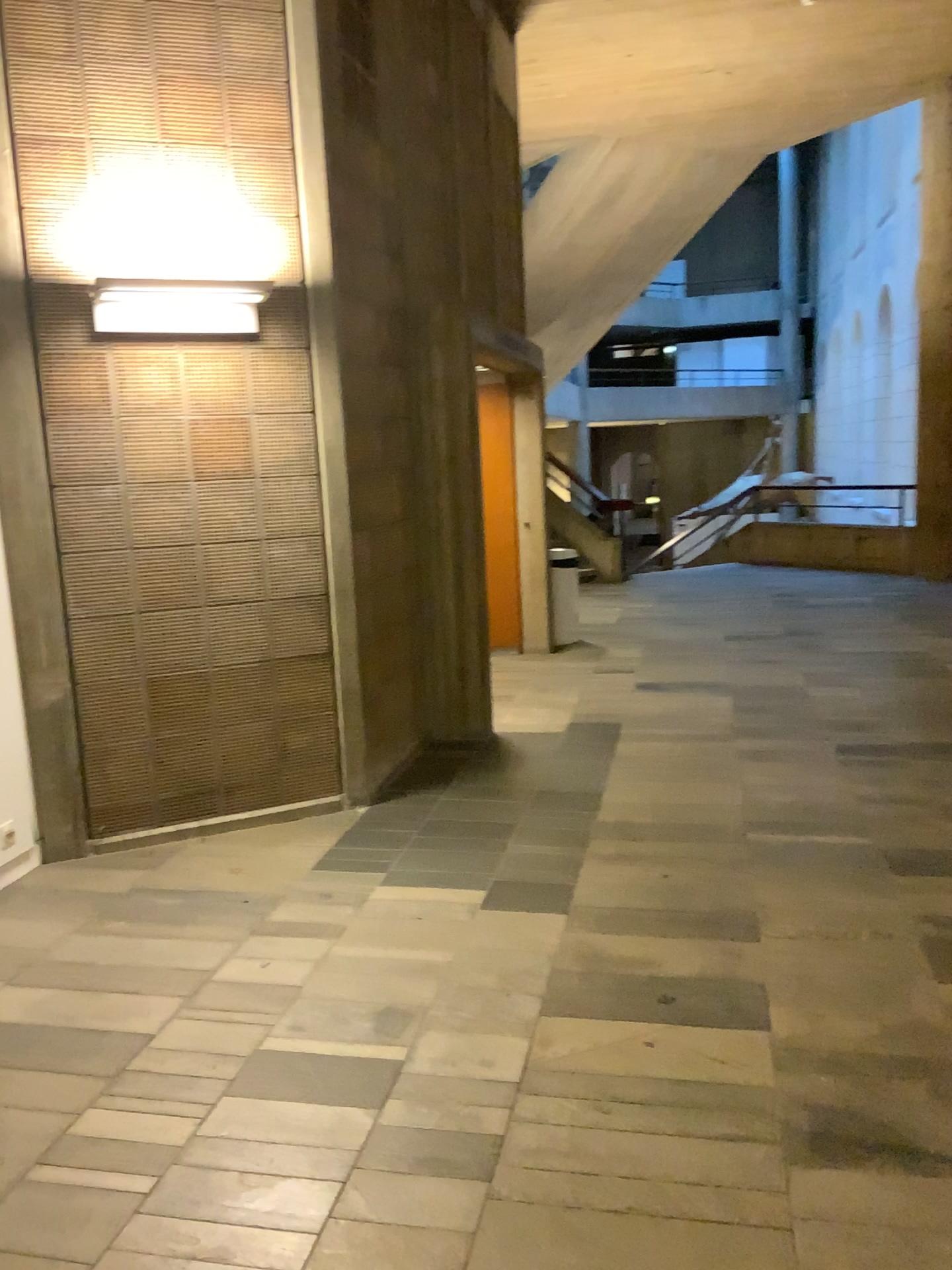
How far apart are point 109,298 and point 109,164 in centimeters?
54cm

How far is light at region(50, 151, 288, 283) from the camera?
3.9m

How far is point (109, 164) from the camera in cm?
391

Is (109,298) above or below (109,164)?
below

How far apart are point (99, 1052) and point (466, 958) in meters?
1.0 m

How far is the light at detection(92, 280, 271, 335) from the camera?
3.81m
